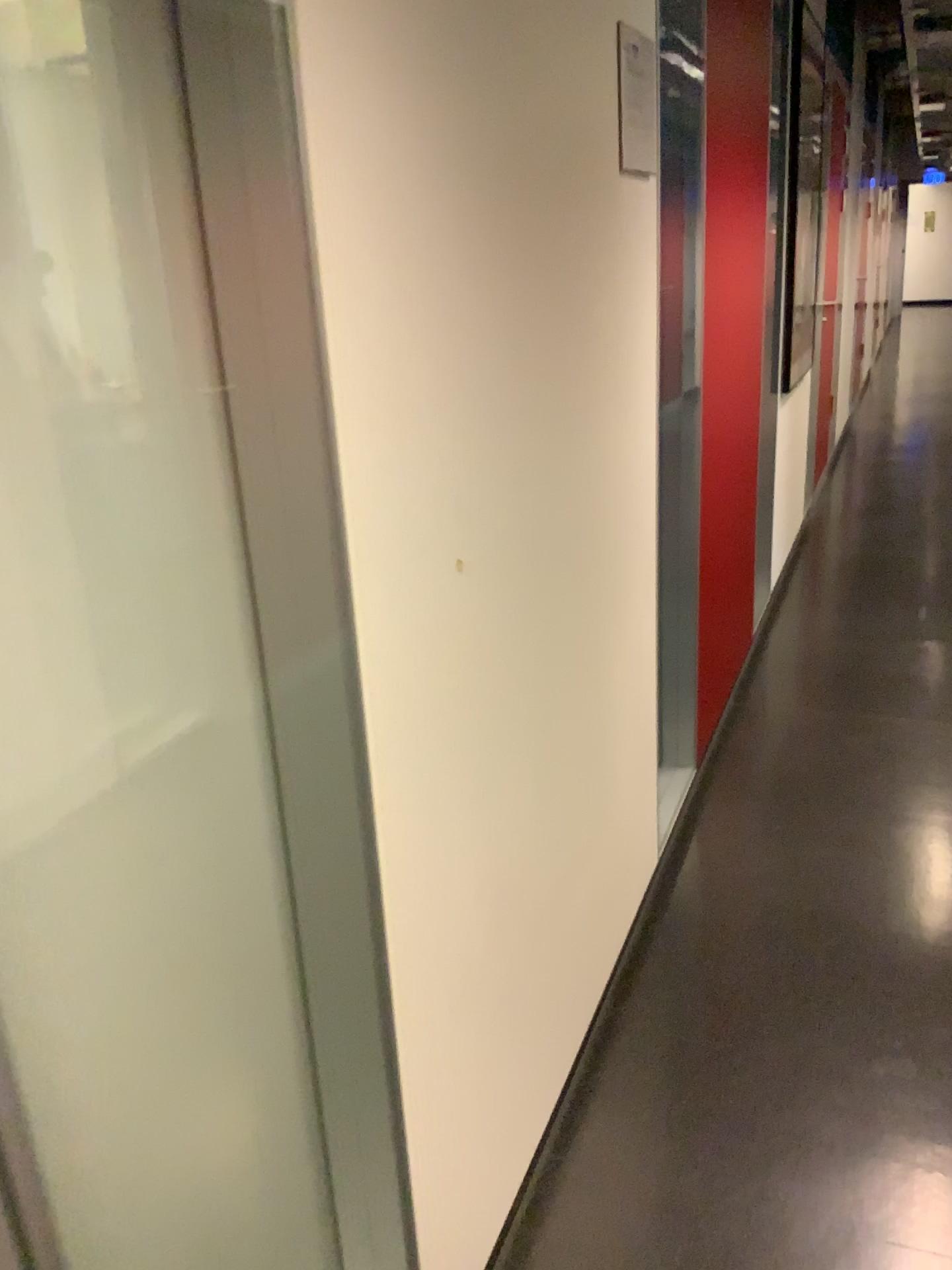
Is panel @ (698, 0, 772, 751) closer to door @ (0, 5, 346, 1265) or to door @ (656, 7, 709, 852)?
door @ (656, 7, 709, 852)

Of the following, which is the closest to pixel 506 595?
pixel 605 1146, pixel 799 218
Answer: pixel 605 1146

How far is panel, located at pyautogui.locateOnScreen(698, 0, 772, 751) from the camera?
2.7 meters

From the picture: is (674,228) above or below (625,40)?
below

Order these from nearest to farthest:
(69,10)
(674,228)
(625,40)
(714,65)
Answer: (69,10)
(625,40)
(674,228)
(714,65)

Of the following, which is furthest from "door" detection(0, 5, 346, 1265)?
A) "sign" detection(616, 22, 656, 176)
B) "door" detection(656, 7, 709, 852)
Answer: "door" detection(656, 7, 709, 852)

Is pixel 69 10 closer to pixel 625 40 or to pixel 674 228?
pixel 625 40

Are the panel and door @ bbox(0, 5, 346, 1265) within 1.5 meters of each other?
no

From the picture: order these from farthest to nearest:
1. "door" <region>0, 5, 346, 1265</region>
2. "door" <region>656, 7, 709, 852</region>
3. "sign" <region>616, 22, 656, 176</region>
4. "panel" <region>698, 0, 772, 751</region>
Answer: "panel" <region>698, 0, 772, 751</region>, "door" <region>656, 7, 709, 852</region>, "sign" <region>616, 22, 656, 176</region>, "door" <region>0, 5, 346, 1265</region>

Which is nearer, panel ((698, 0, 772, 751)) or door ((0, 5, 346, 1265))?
door ((0, 5, 346, 1265))
